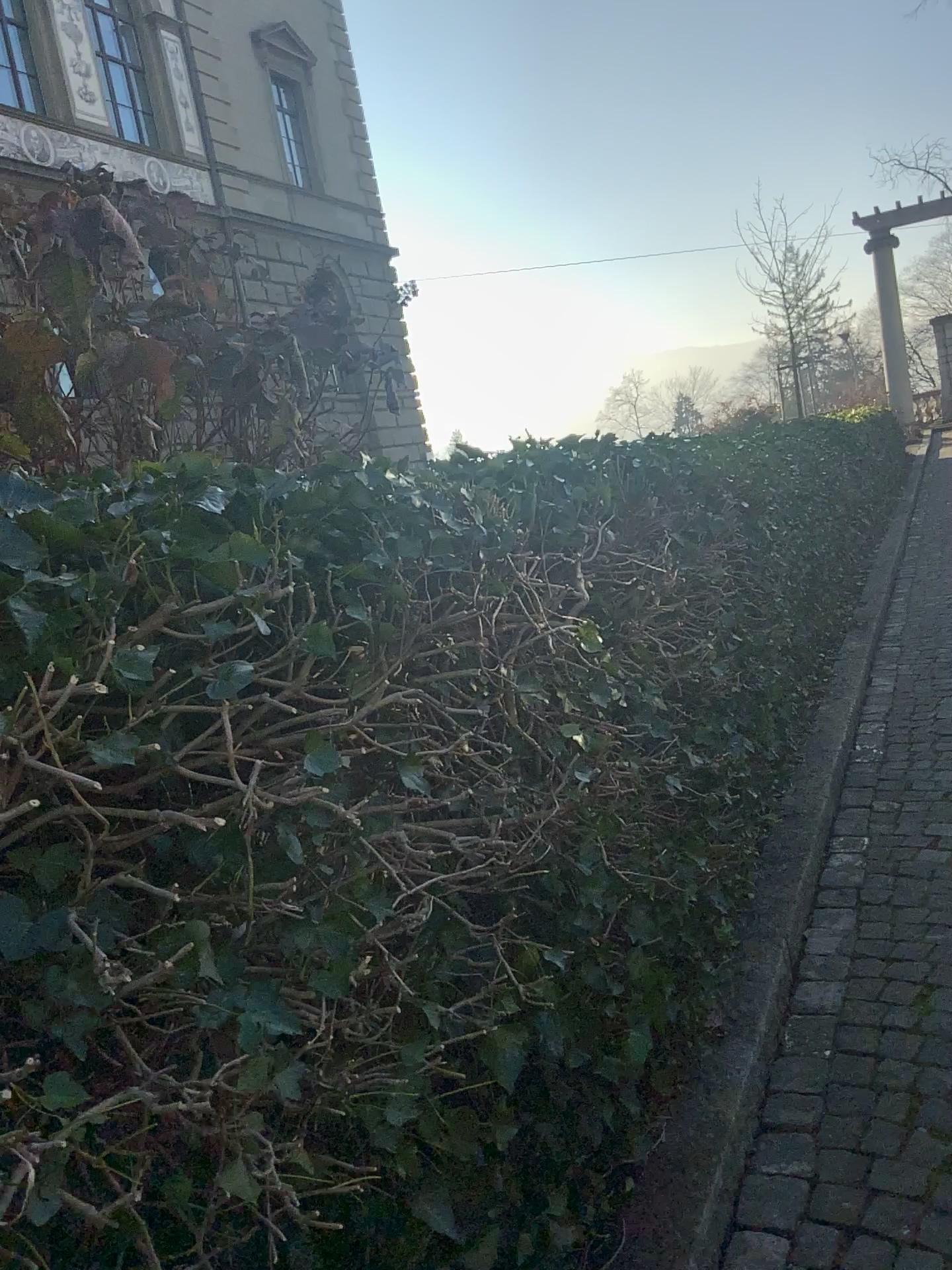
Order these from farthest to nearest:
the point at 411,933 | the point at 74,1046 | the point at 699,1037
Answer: the point at 699,1037, the point at 411,933, the point at 74,1046
